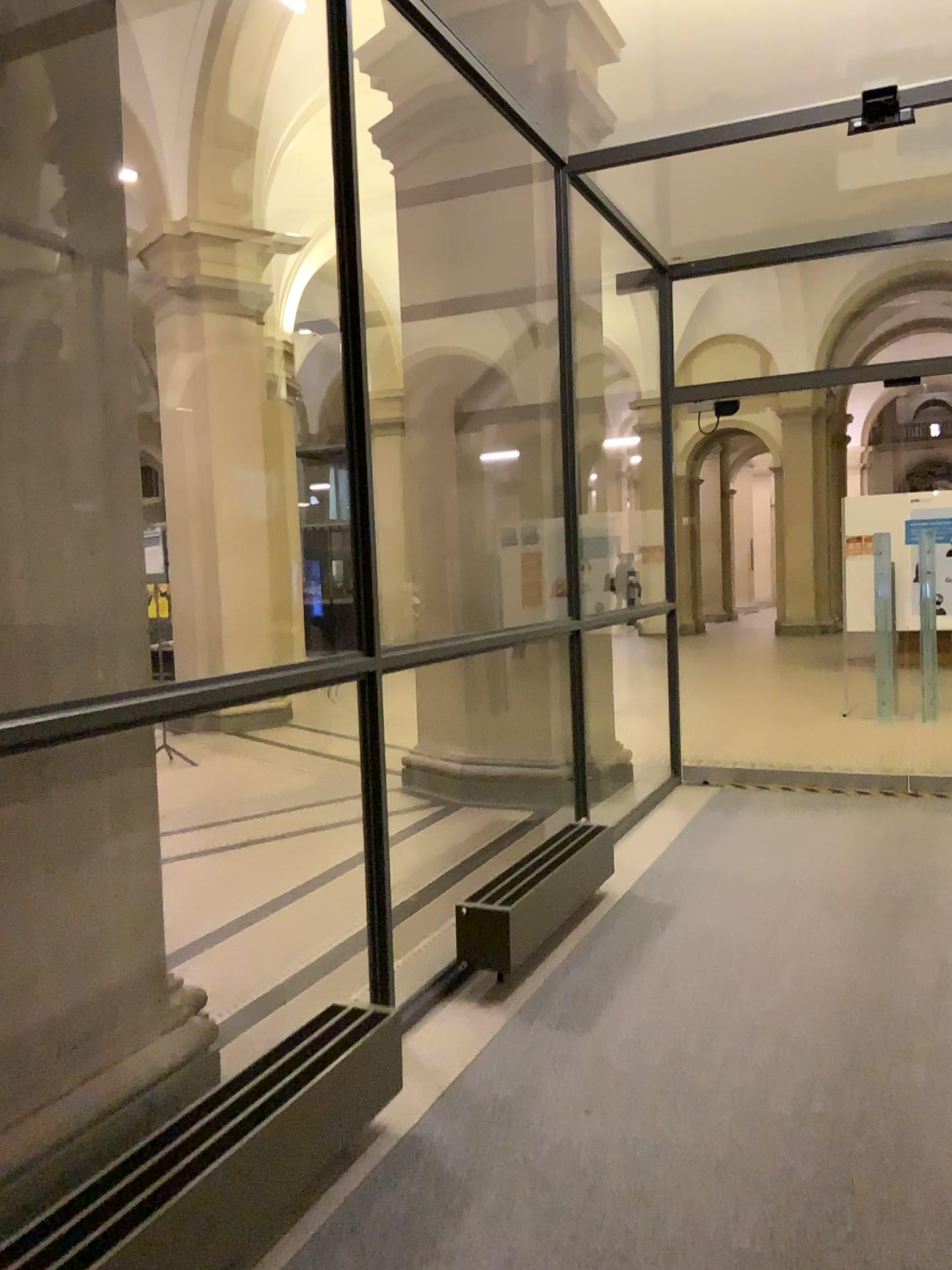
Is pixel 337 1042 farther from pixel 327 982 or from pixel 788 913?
pixel 788 913

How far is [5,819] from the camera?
2.4m

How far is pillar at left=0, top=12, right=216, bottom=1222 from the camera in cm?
238
